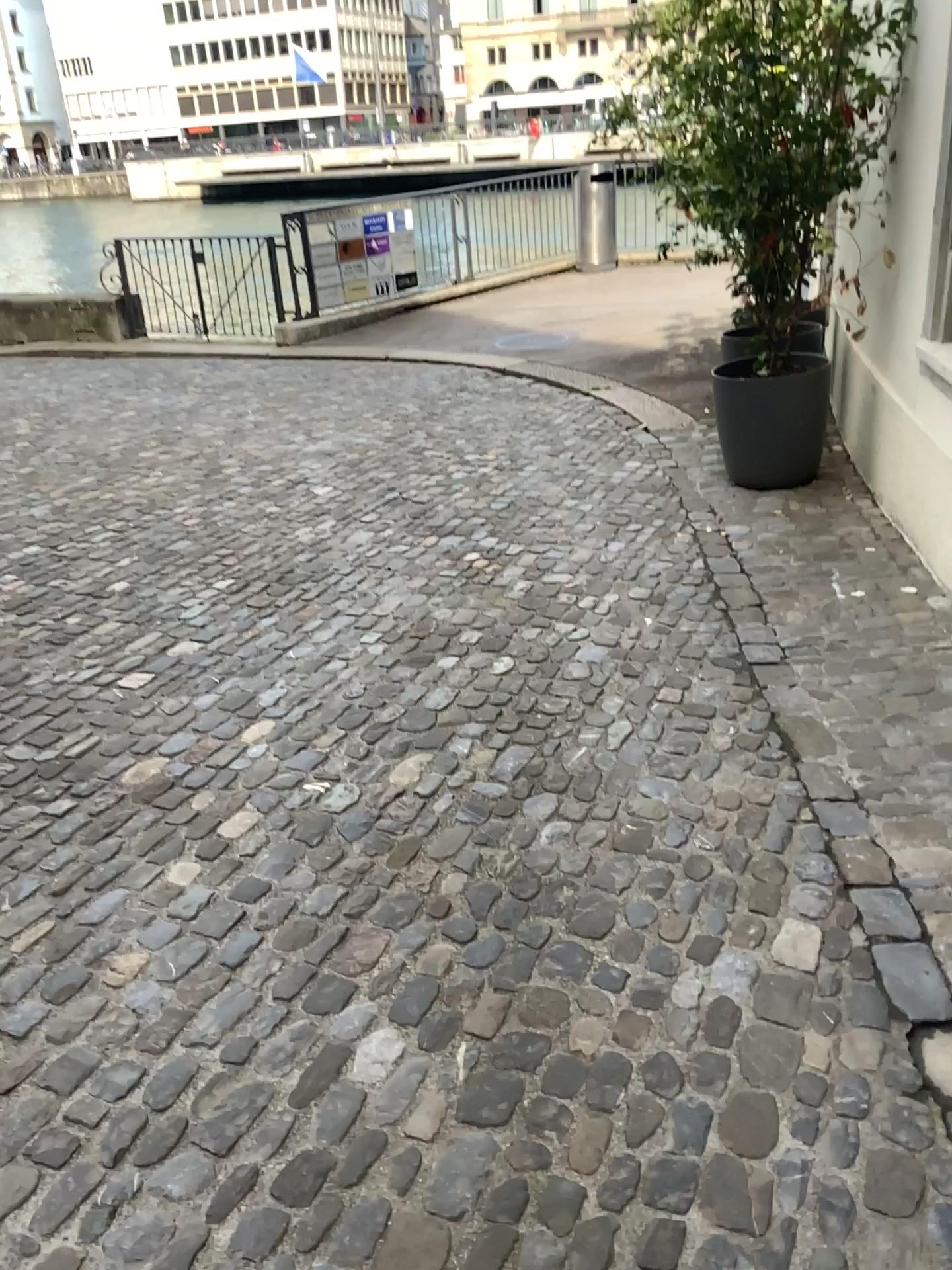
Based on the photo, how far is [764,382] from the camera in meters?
4.8

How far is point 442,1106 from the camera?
1.9 meters

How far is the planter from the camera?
4.8 meters
